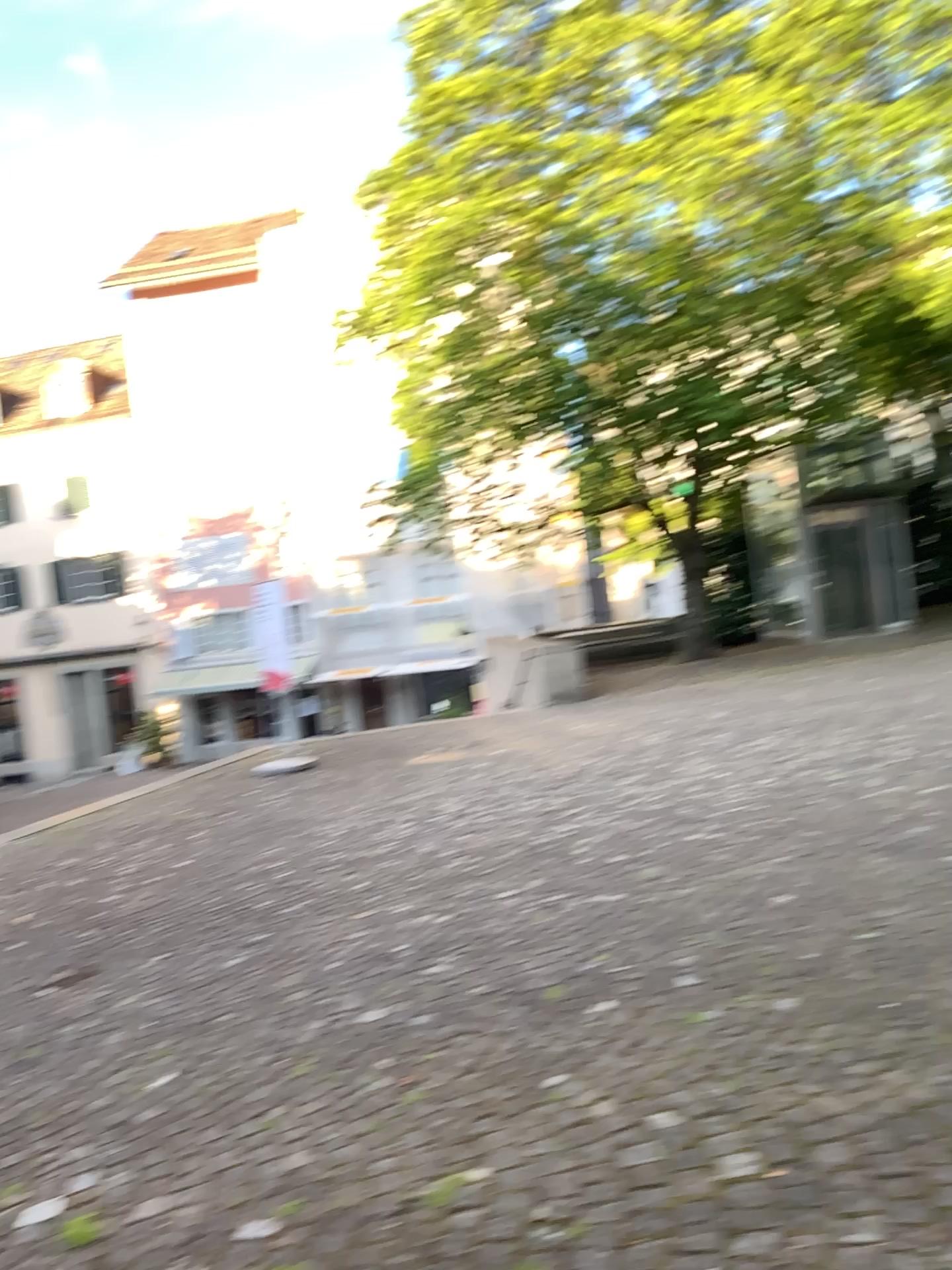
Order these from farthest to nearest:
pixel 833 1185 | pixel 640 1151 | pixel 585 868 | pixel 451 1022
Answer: pixel 585 868, pixel 451 1022, pixel 640 1151, pixel 833 1185
